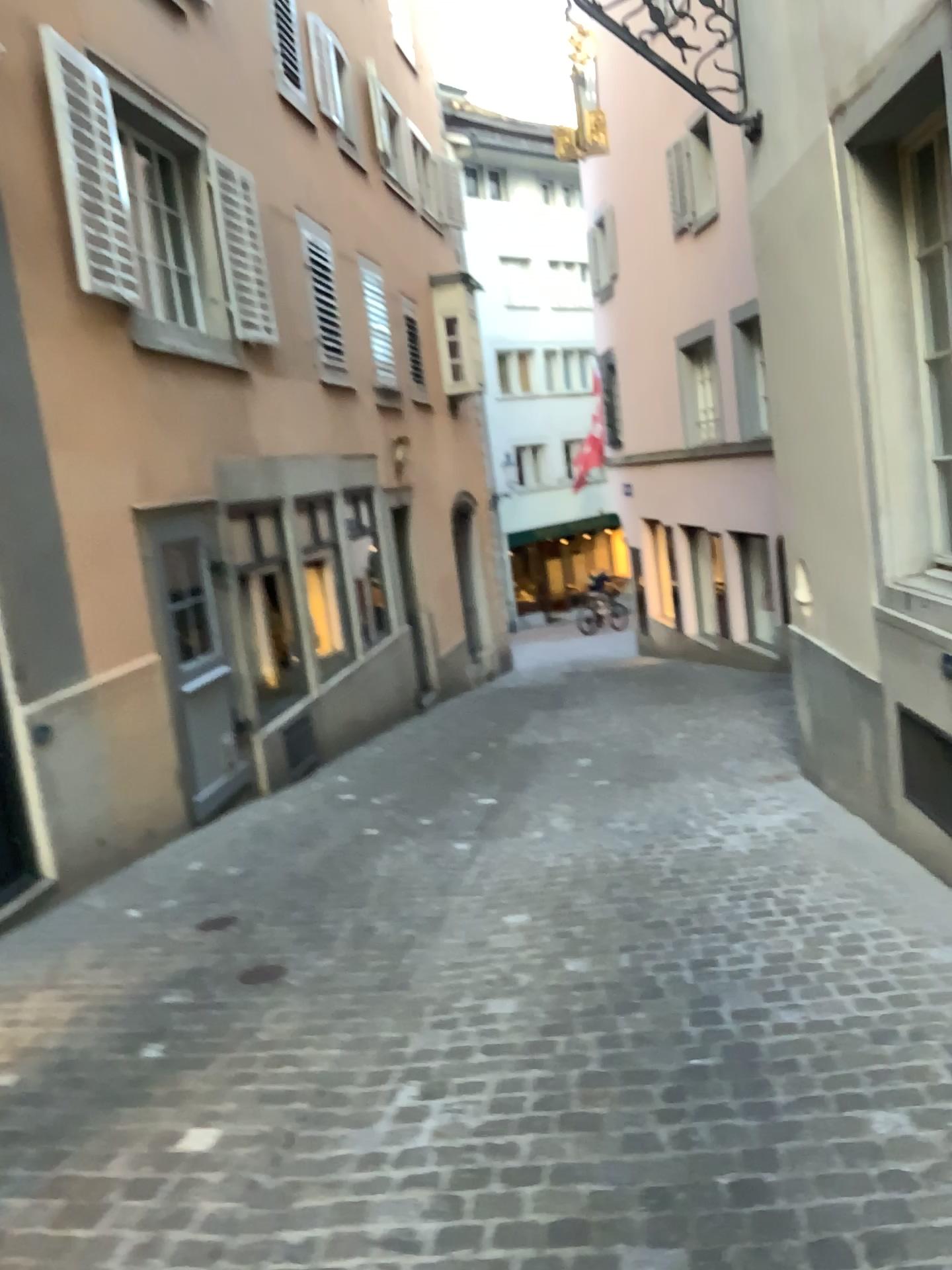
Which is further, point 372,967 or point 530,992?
point 372,967
